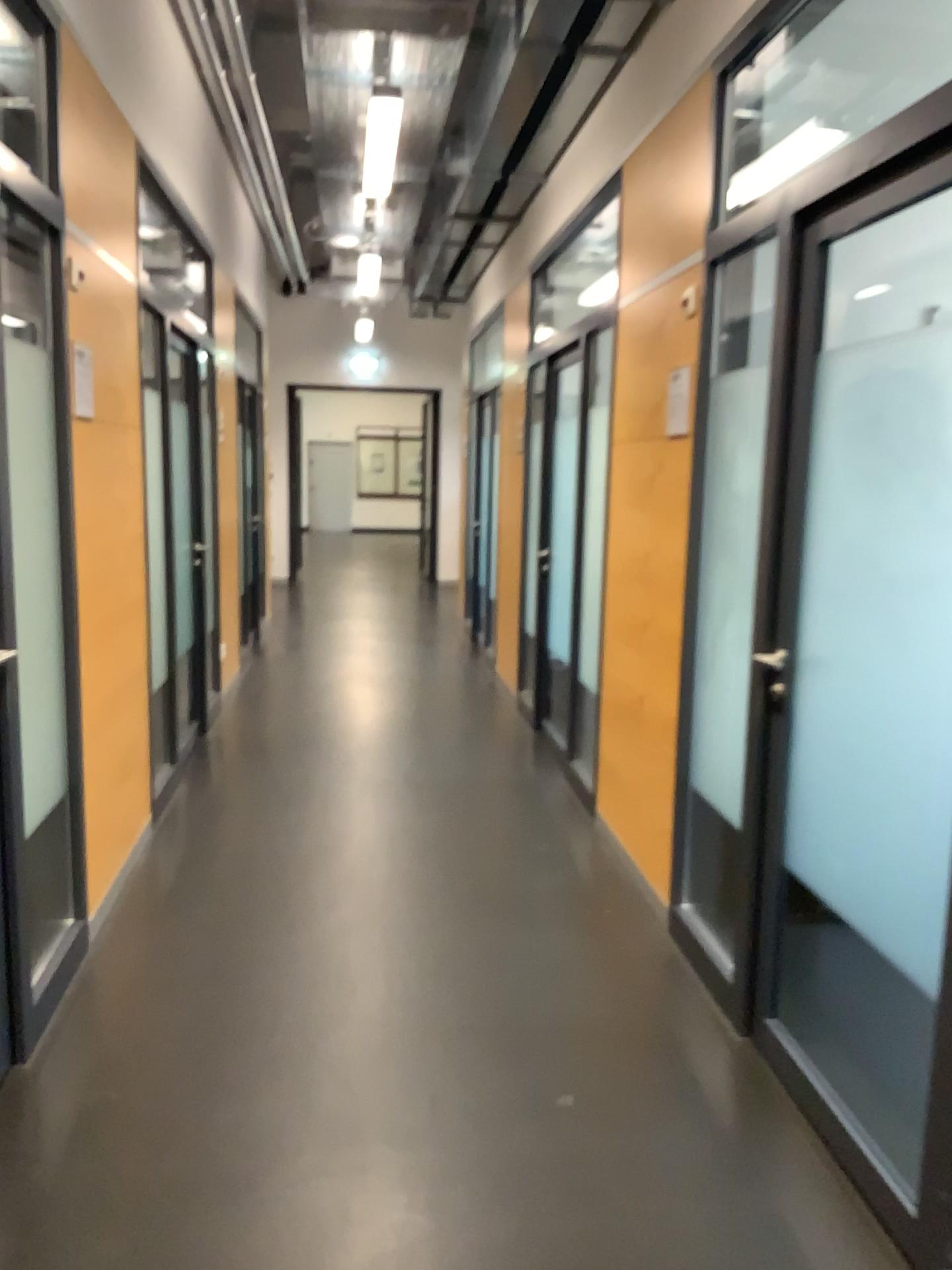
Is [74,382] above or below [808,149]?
below

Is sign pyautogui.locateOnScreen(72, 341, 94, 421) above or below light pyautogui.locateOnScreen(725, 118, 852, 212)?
below

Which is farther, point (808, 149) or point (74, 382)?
point (74, 382)

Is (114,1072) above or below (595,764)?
below

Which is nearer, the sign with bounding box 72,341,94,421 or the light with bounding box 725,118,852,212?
the light with bounding box 725,118,852,212
